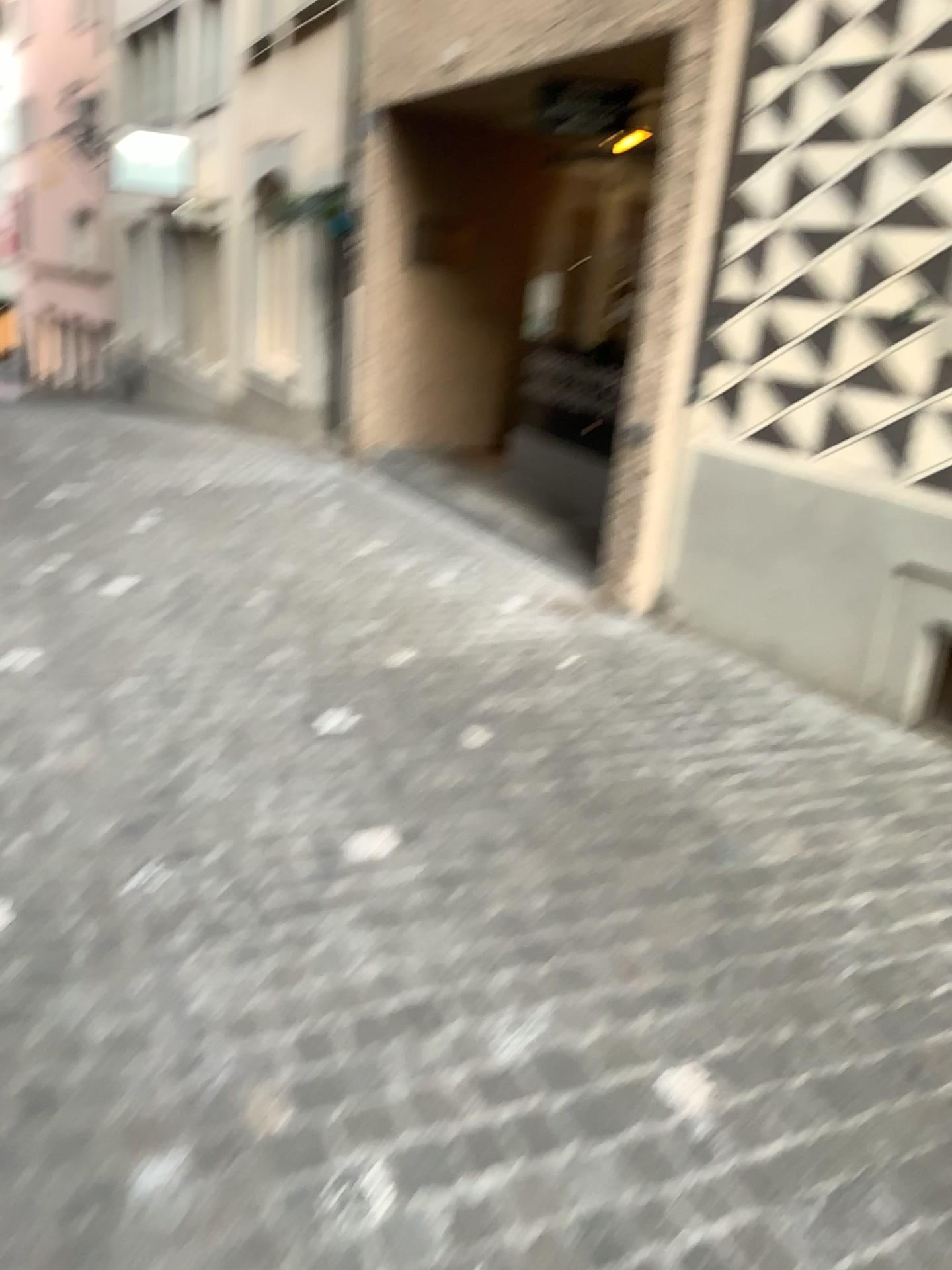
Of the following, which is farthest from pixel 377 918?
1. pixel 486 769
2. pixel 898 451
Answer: pixel 898 451
